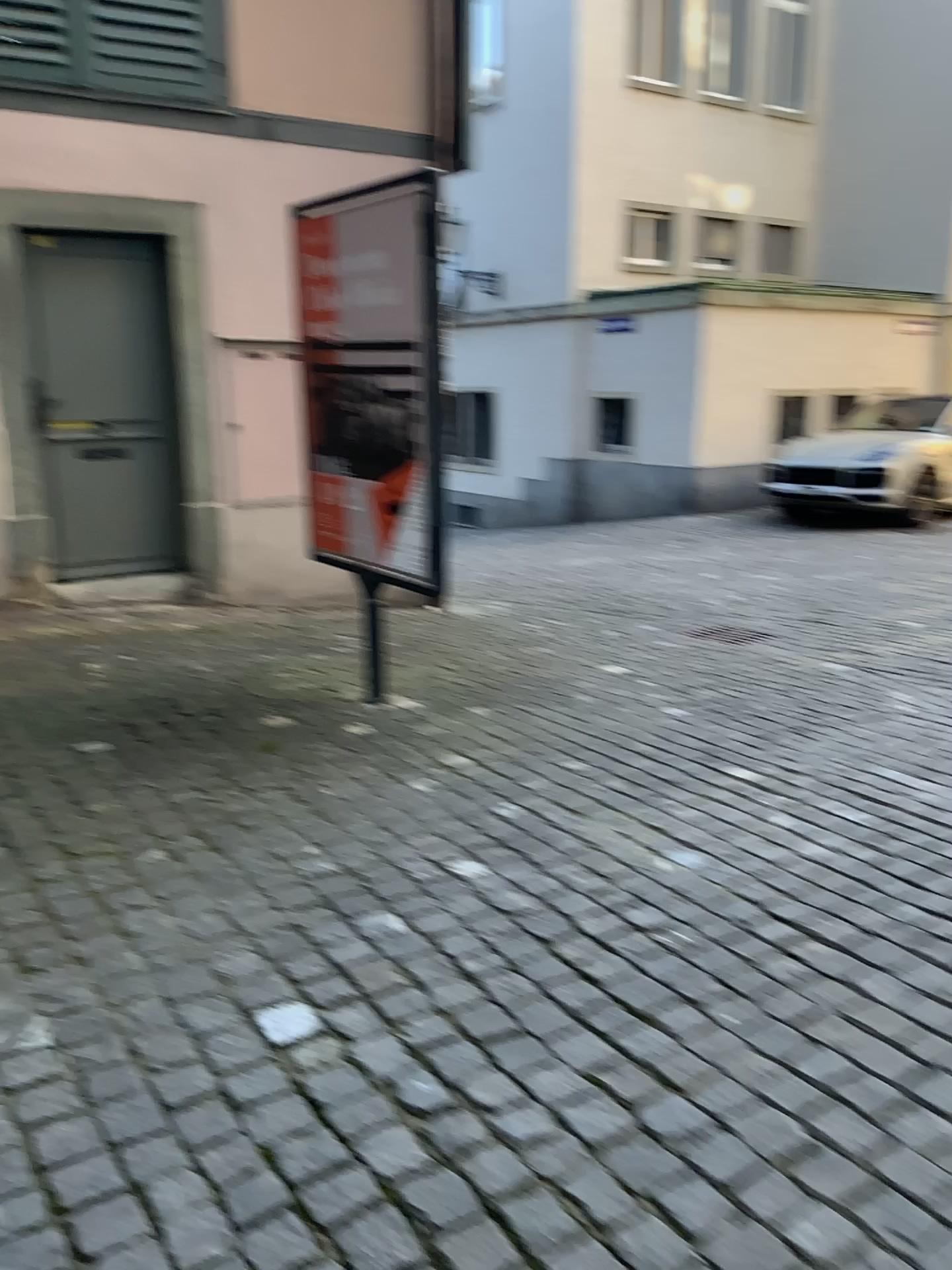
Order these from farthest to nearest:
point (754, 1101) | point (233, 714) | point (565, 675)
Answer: point (565, 675)
point (233, 714)
point (754, 1101)
